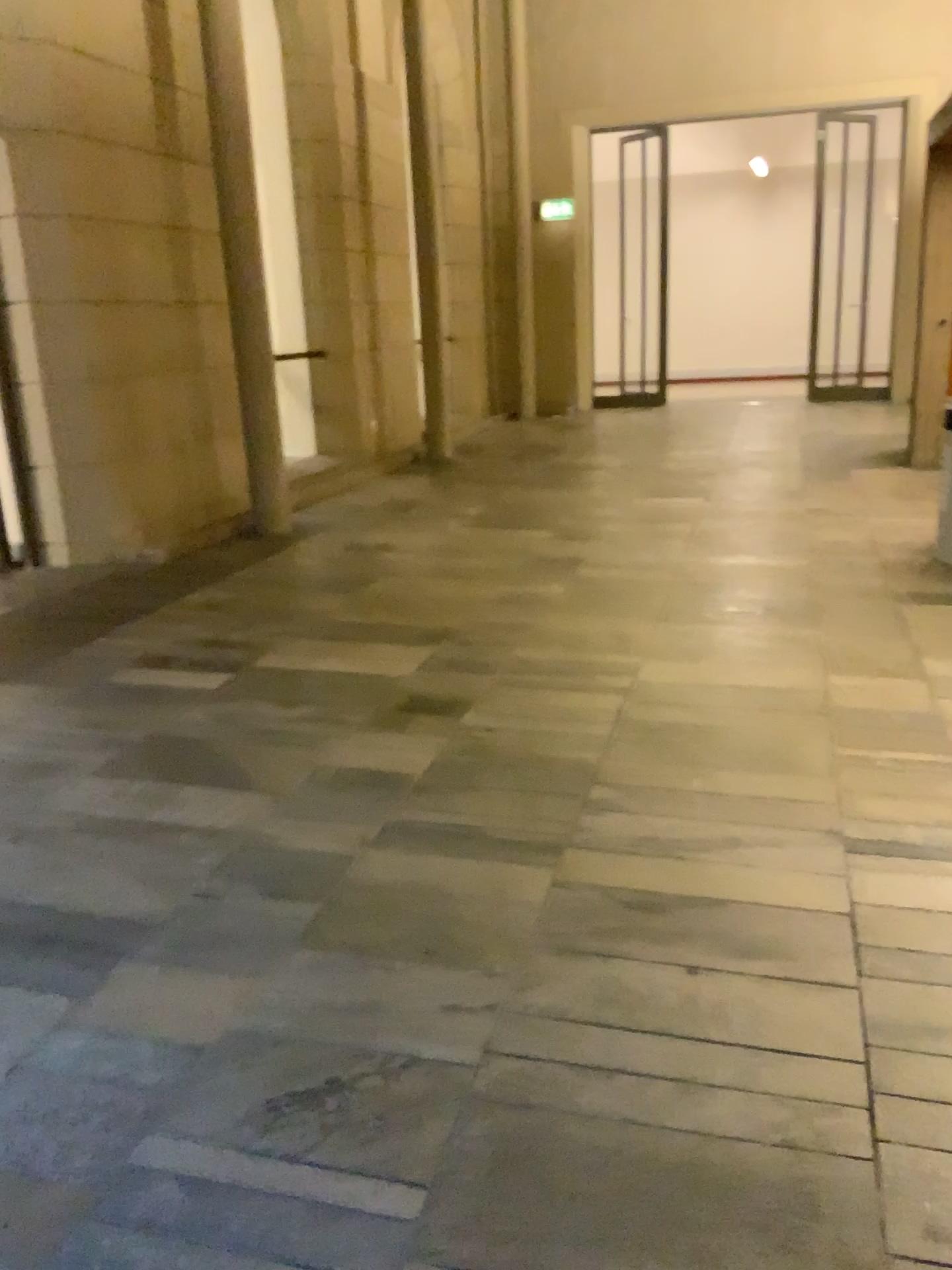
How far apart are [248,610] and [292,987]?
2.6 meters
